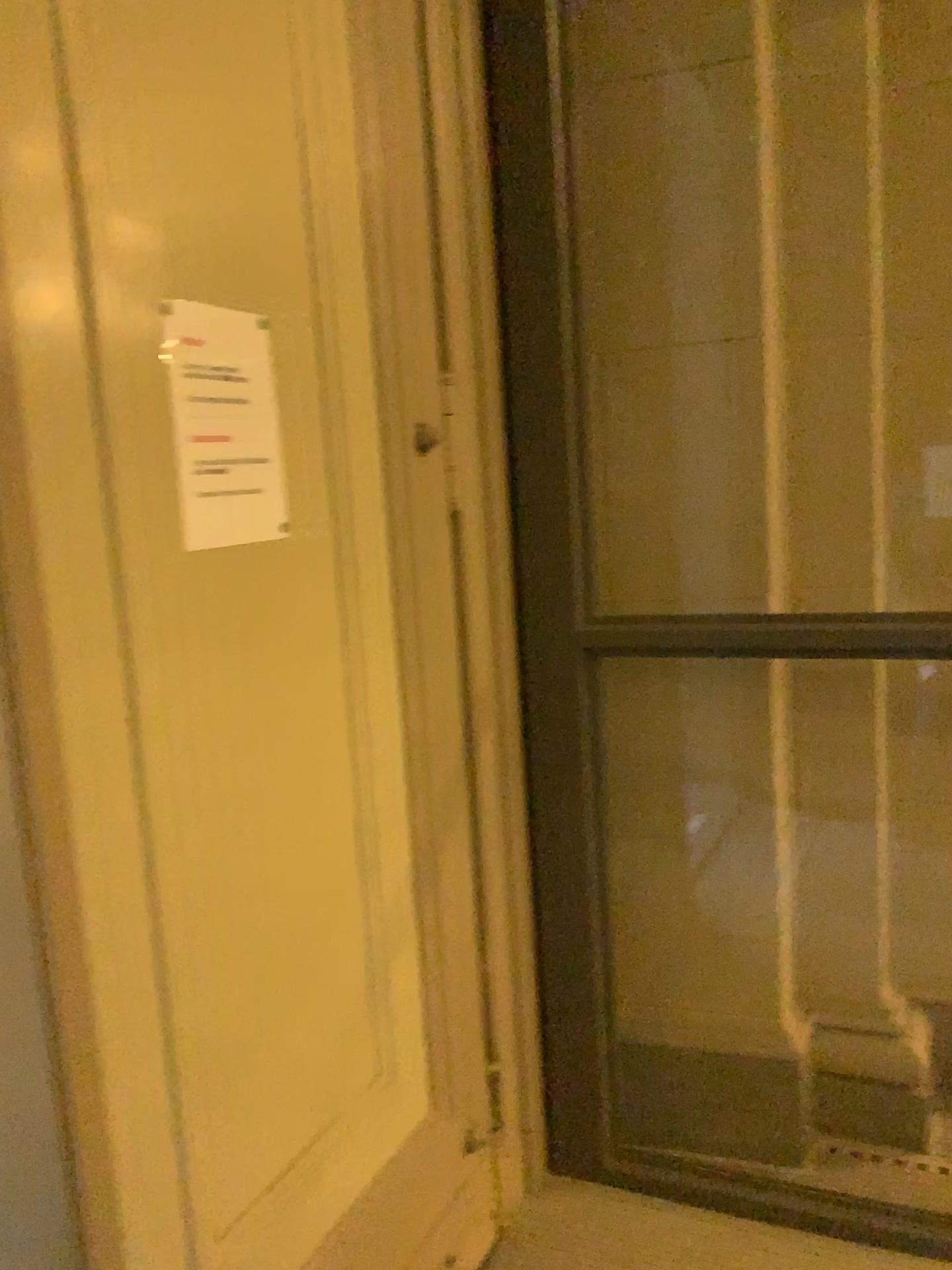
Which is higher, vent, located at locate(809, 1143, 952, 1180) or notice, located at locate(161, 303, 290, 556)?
notice, located at locate(161, 303, 290, 556)

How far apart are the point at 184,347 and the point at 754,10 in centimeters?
144cm

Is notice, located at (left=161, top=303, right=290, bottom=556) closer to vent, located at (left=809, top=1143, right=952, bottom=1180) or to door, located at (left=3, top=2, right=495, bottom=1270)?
door, located at (left=3, top=2, right=495, bottom=1270)

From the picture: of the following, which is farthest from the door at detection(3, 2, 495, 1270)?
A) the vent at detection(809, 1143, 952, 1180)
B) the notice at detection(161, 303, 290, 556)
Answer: the vent at detection(809, 1143, 952, 1180)

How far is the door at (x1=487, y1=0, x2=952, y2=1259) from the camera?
2.0m

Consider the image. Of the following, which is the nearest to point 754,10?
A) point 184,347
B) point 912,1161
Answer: point 184,347

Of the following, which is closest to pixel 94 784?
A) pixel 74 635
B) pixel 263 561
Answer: pixel 74 635

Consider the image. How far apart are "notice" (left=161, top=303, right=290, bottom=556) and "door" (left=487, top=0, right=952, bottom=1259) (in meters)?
0.65

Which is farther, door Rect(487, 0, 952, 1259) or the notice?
door Rect(487, 0, 952, 1259)

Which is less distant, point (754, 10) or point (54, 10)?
point (54, 10)
